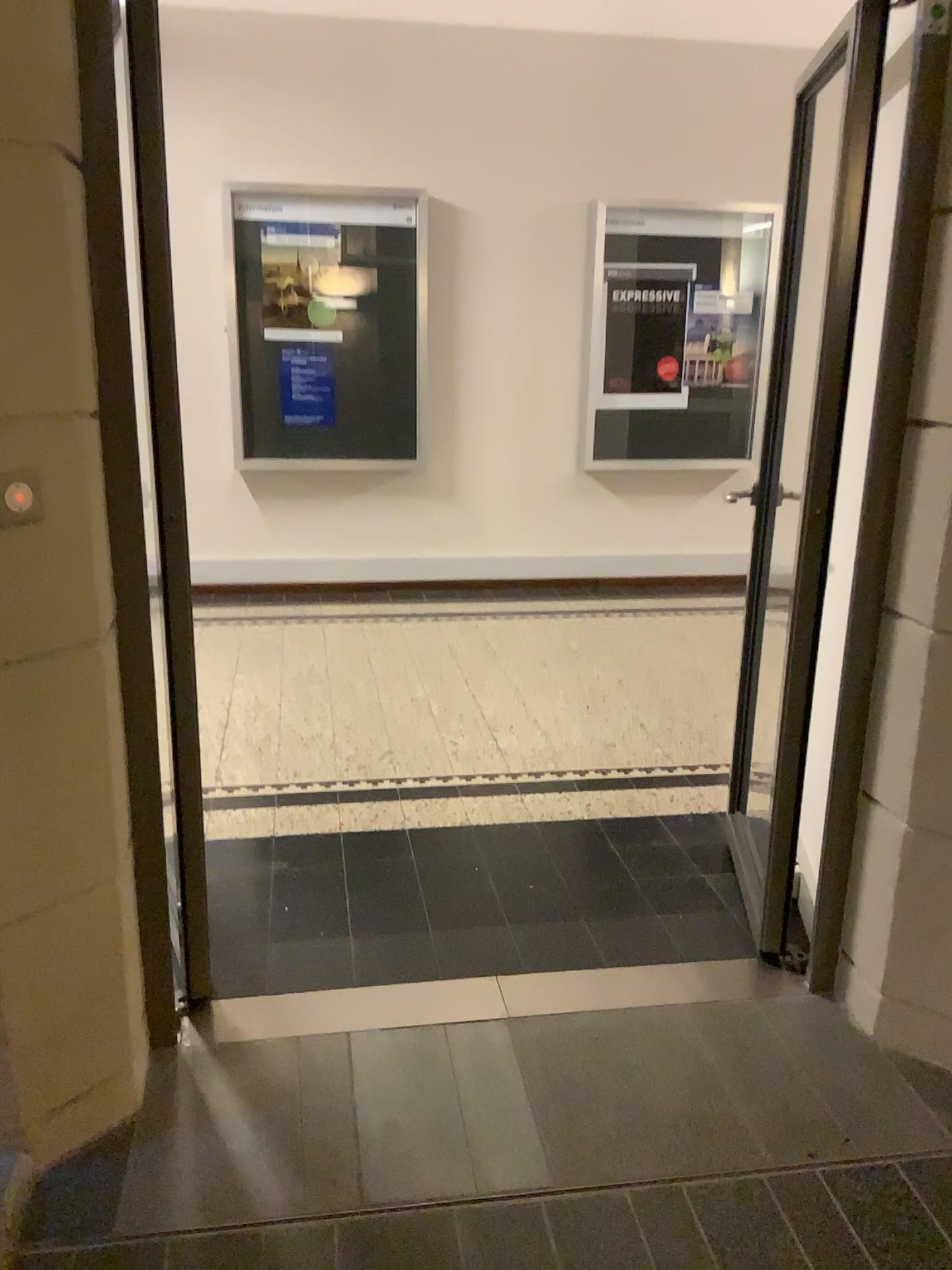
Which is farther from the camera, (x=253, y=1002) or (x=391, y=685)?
(x=391, y=685)

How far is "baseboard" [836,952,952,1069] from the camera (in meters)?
2.17

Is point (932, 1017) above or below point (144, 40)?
below

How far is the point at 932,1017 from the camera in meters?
2.2 m
